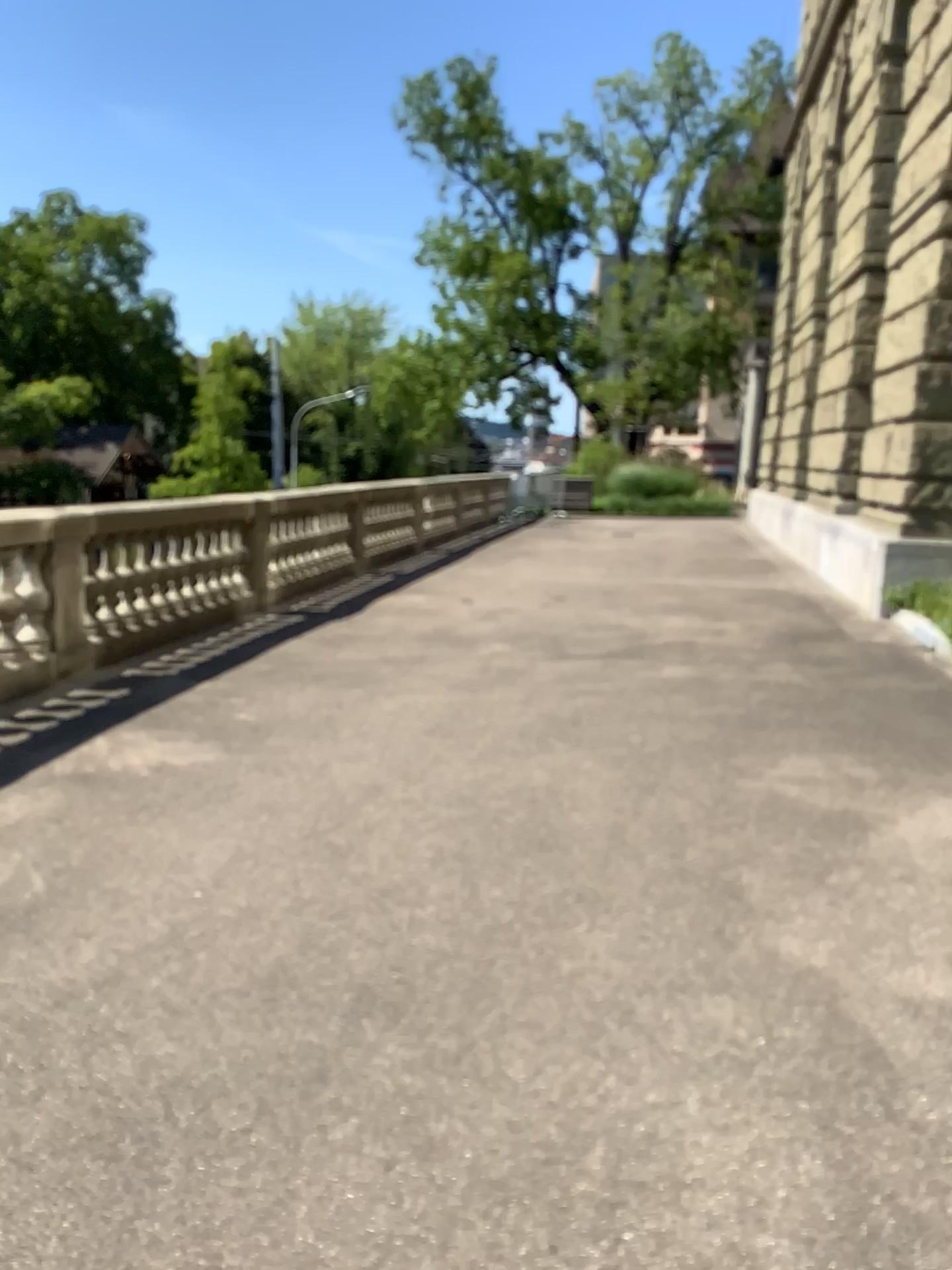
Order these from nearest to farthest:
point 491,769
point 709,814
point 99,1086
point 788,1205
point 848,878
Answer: point 788,1205, point 99,1086, point 848,878, point 709,814, point 491,769
